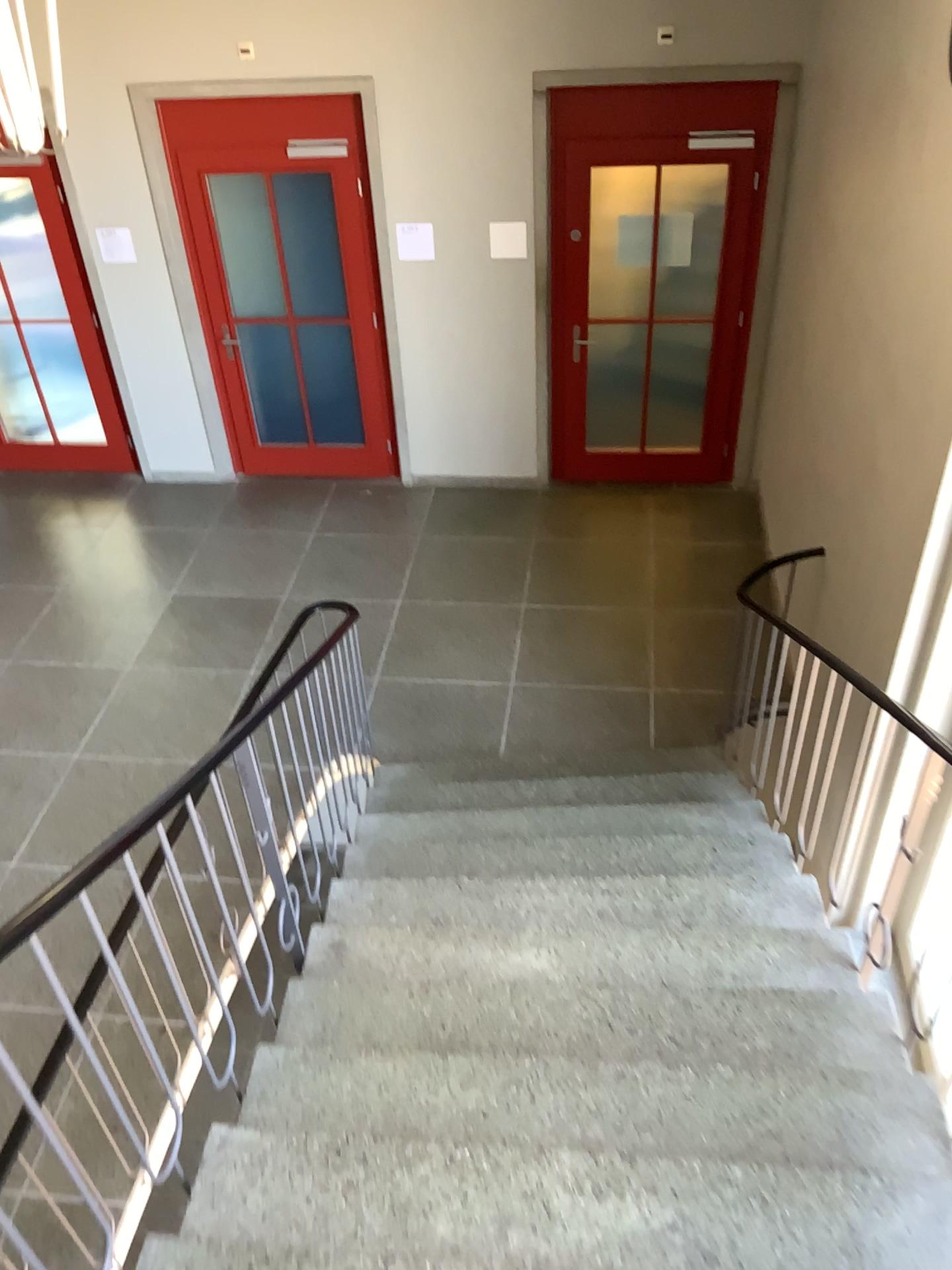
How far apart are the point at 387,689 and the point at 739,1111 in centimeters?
310cm
